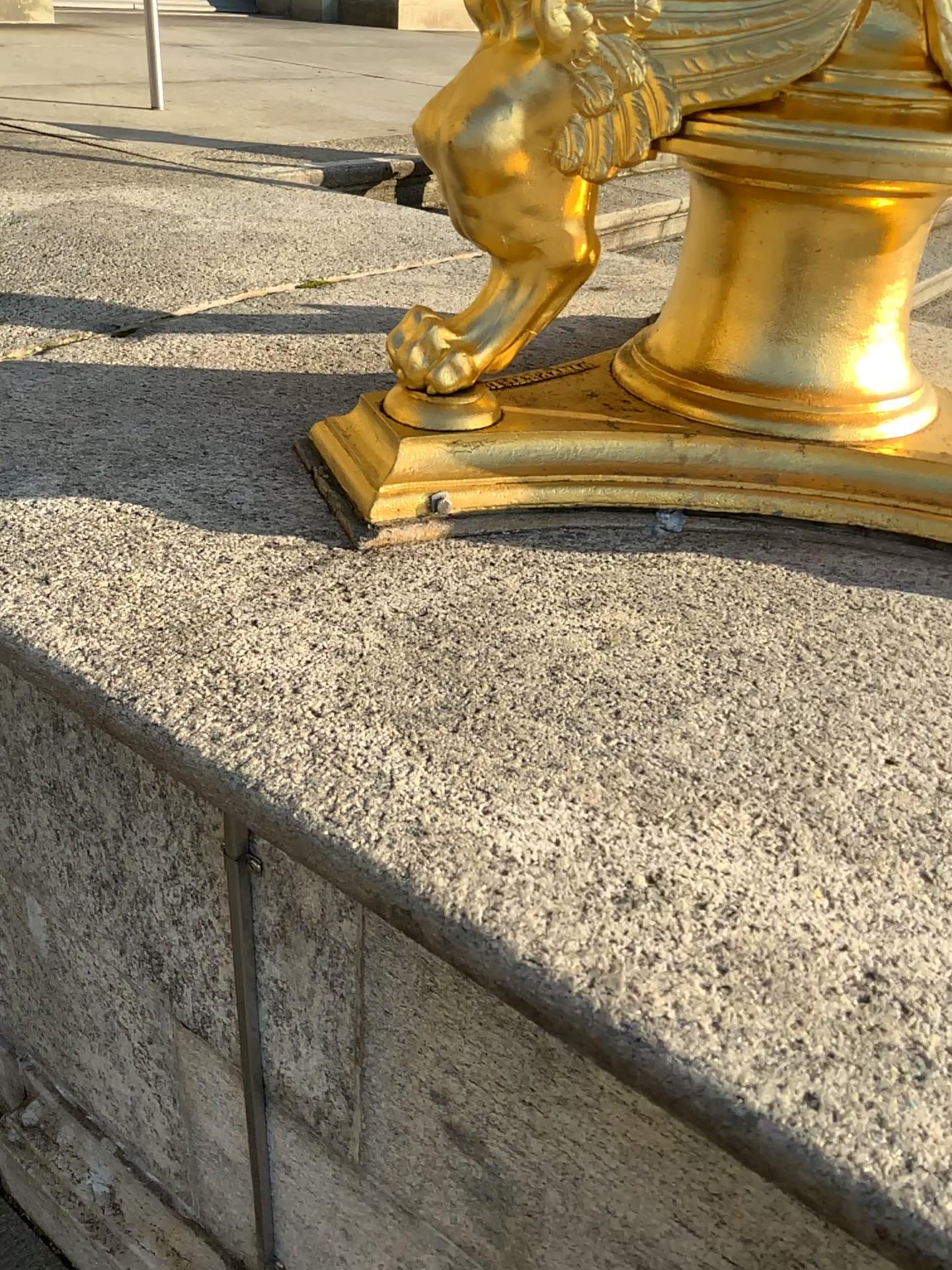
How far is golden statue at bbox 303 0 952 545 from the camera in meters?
0.8 m

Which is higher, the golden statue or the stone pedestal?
the golden statue

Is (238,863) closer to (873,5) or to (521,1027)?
(521,1027)

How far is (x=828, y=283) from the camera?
0.9 meters

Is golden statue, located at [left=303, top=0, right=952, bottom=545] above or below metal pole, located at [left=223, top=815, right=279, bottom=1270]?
above

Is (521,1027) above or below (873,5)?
below

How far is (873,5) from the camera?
0.75m
